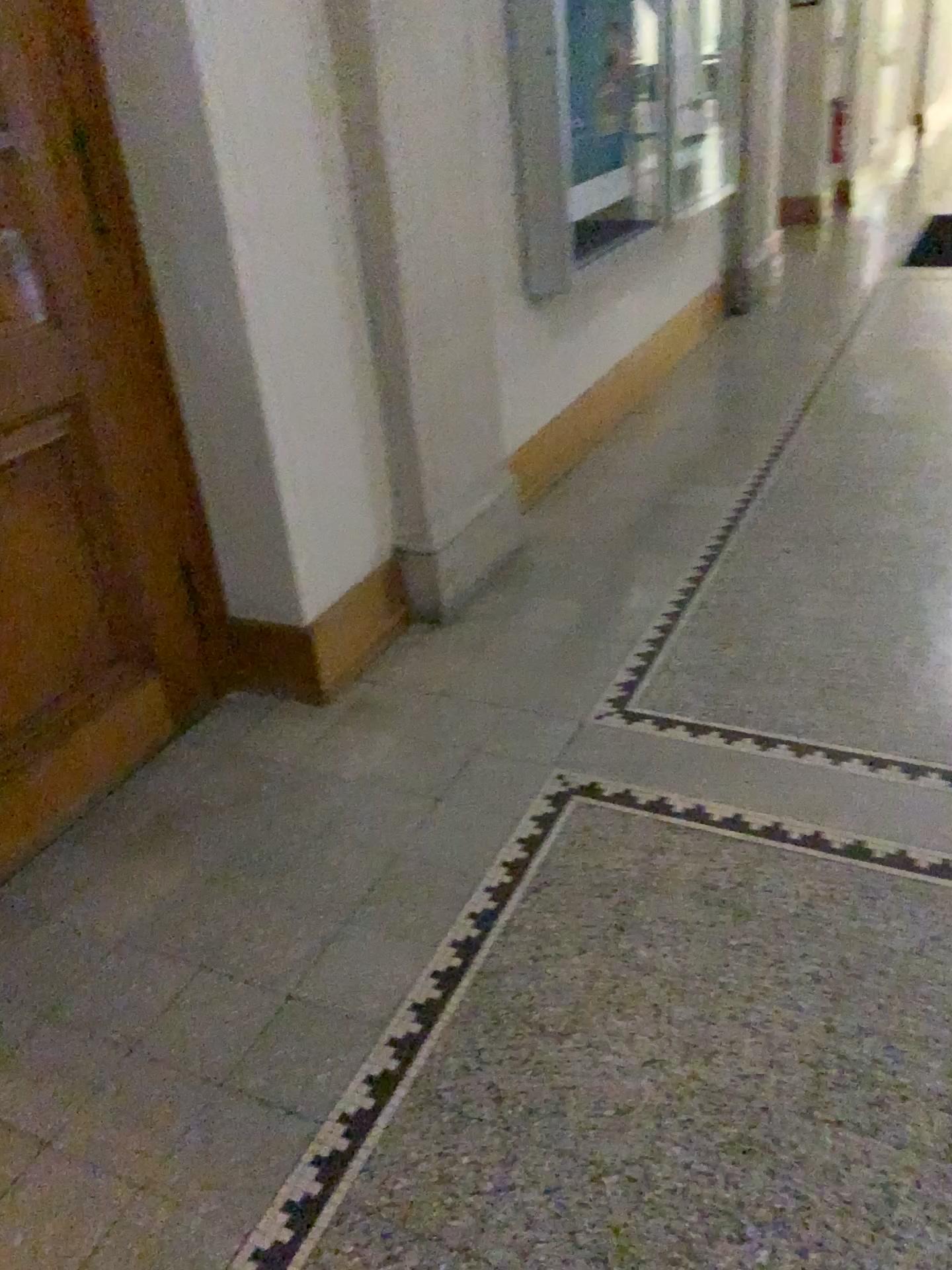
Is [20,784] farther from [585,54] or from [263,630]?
[585,54]

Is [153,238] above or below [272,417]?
above

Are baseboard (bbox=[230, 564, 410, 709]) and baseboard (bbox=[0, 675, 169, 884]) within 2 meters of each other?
yes

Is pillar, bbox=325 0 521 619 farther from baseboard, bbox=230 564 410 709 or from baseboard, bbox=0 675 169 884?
baseboard, bbox=0 675 169 884

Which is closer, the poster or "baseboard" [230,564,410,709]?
"baseboard" [230,564,410,709]

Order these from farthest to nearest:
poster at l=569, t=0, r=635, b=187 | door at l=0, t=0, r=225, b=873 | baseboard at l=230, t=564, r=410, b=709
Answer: poster at l=569, t=0, r=635, b=187
baseboard at l=230, t=564, r=410, b=709
door at l=0, t=0, r=225, b=873

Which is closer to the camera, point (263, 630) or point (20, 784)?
point (20, 784)

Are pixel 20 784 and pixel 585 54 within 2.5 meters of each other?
no

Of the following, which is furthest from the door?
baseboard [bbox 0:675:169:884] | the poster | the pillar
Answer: the poster

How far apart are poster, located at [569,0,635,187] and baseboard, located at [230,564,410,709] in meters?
1.9
